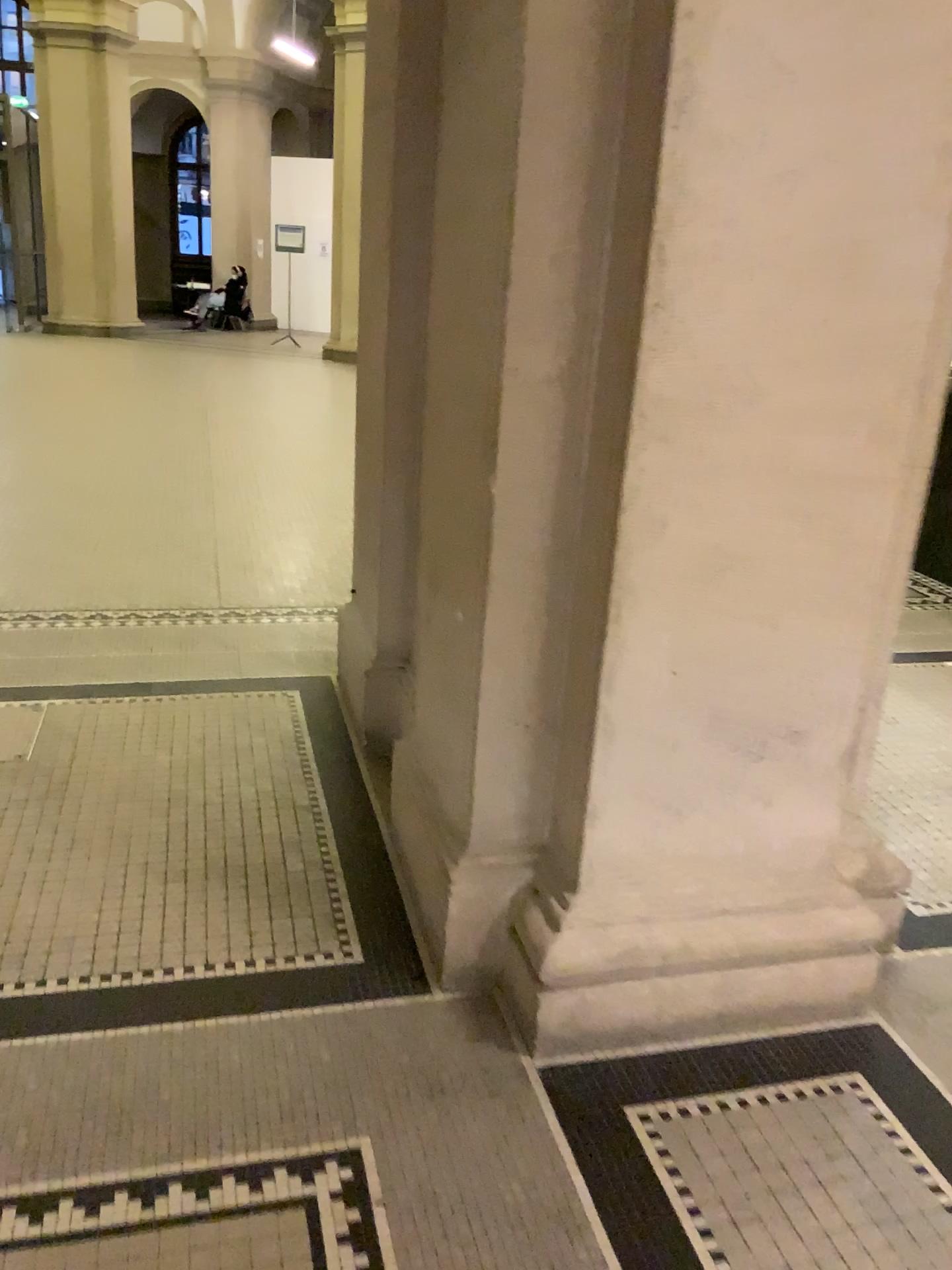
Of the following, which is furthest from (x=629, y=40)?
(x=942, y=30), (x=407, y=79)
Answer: (x=407, y=79)

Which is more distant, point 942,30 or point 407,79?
point 407,79

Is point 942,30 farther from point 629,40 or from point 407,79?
point 407,79

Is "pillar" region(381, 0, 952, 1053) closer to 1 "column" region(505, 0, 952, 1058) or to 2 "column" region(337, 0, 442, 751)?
1 "column" region(505, 0, 952, 1058)

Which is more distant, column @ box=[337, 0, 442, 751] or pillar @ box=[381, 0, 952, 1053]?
column @ box=[337, 0, 442, 751]

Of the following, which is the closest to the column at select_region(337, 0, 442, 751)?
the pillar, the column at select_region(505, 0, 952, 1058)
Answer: the pillar

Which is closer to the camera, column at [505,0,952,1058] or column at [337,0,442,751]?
column at [505,0,952,1058]

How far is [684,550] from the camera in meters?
1.8 m
